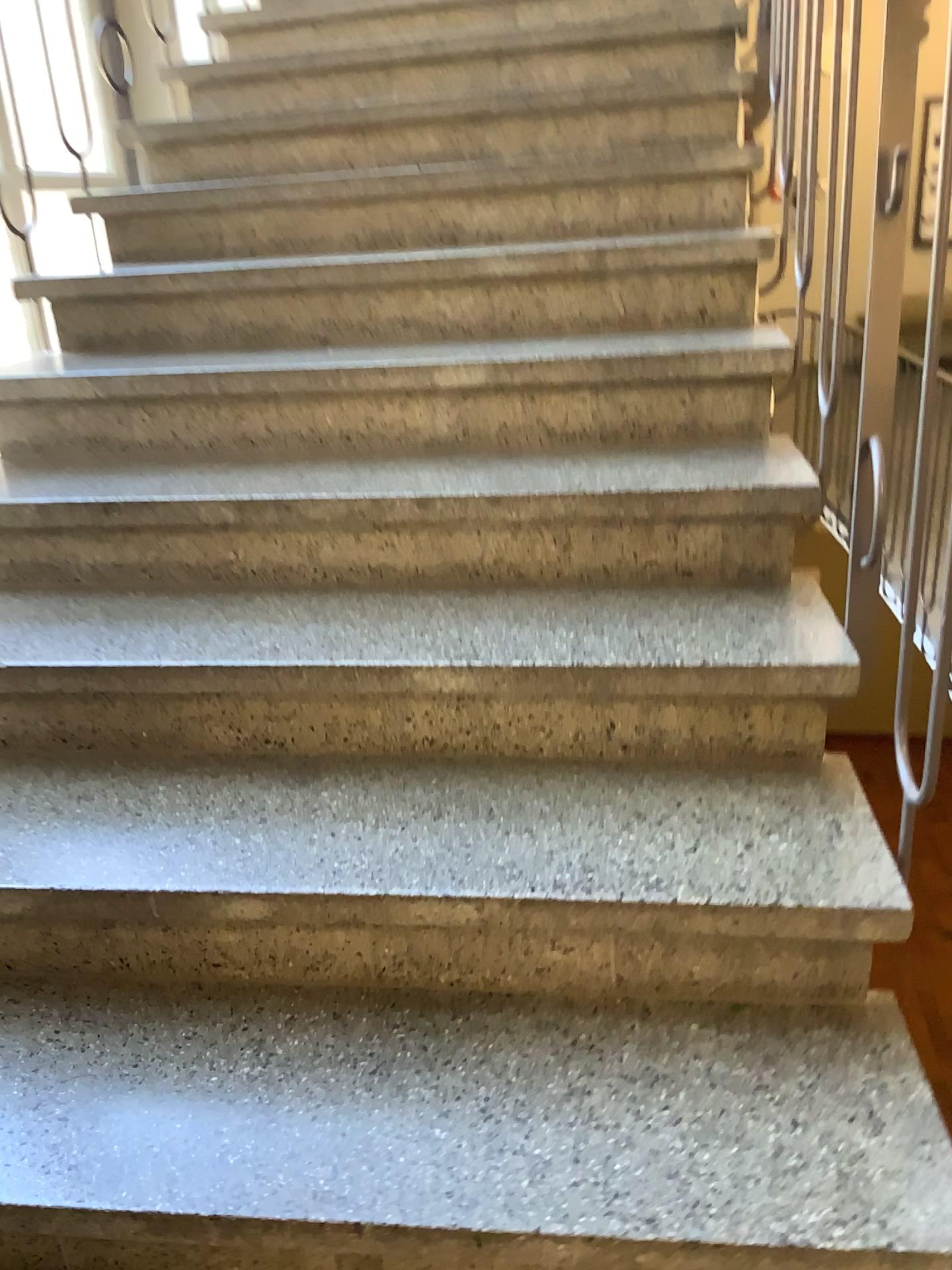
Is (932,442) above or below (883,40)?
below

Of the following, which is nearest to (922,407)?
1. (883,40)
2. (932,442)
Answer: (932,442)

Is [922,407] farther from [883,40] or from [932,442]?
[883,40]

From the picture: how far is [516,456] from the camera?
1.88m
